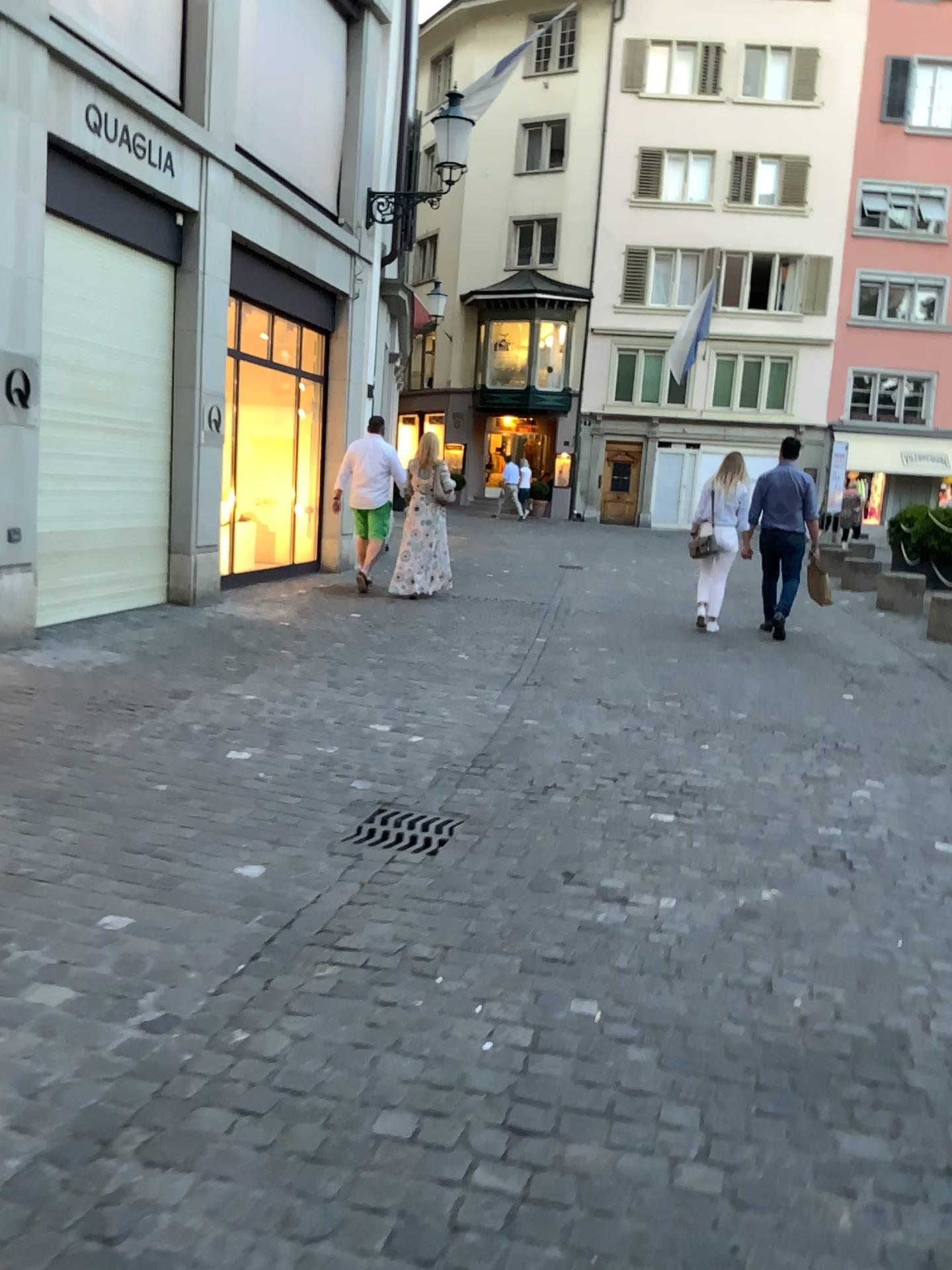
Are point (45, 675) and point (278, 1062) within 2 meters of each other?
no
